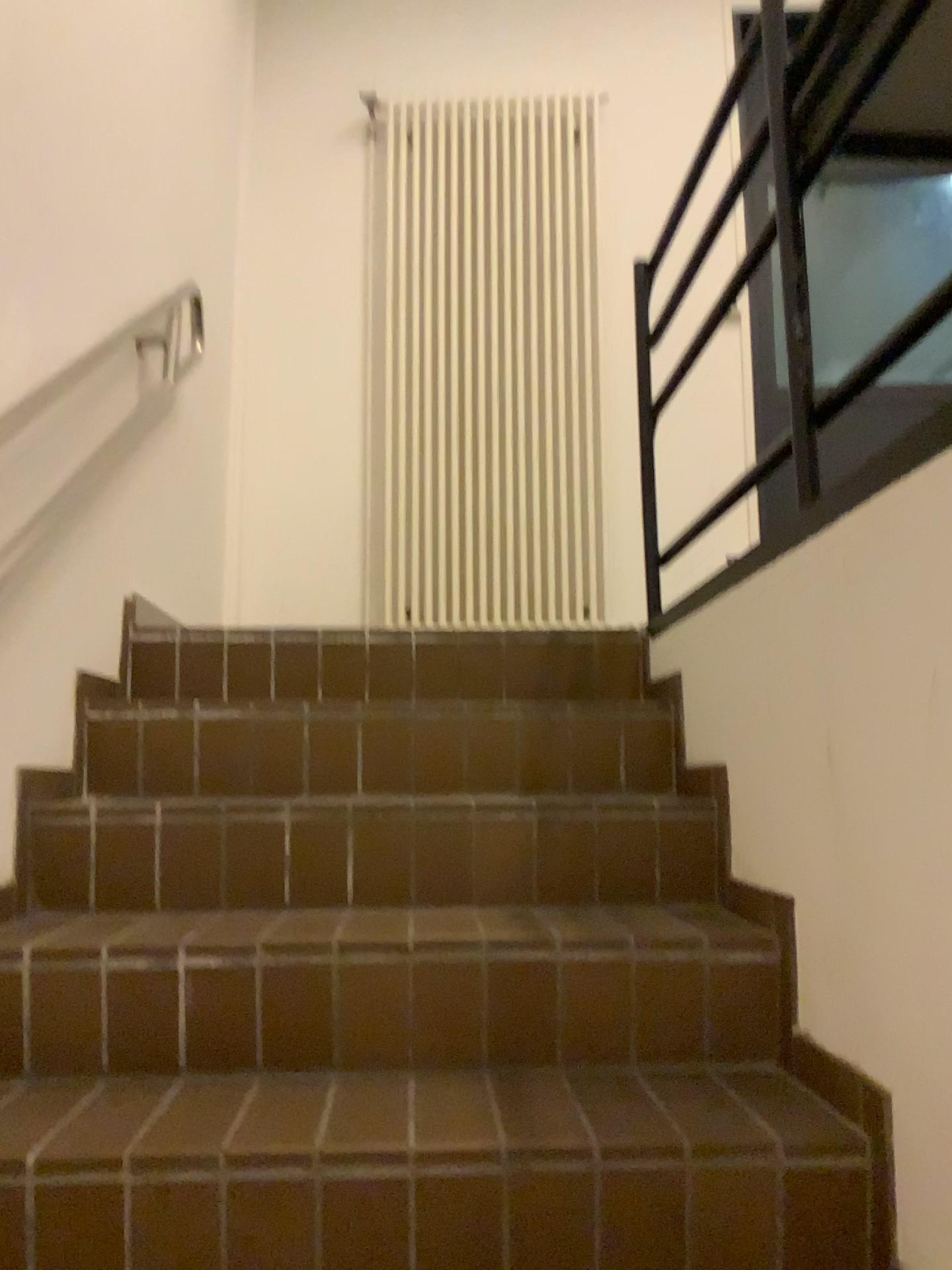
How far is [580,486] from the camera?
3.51m

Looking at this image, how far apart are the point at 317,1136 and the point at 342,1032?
0.26m

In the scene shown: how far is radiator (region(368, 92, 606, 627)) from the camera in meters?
3.5 m
